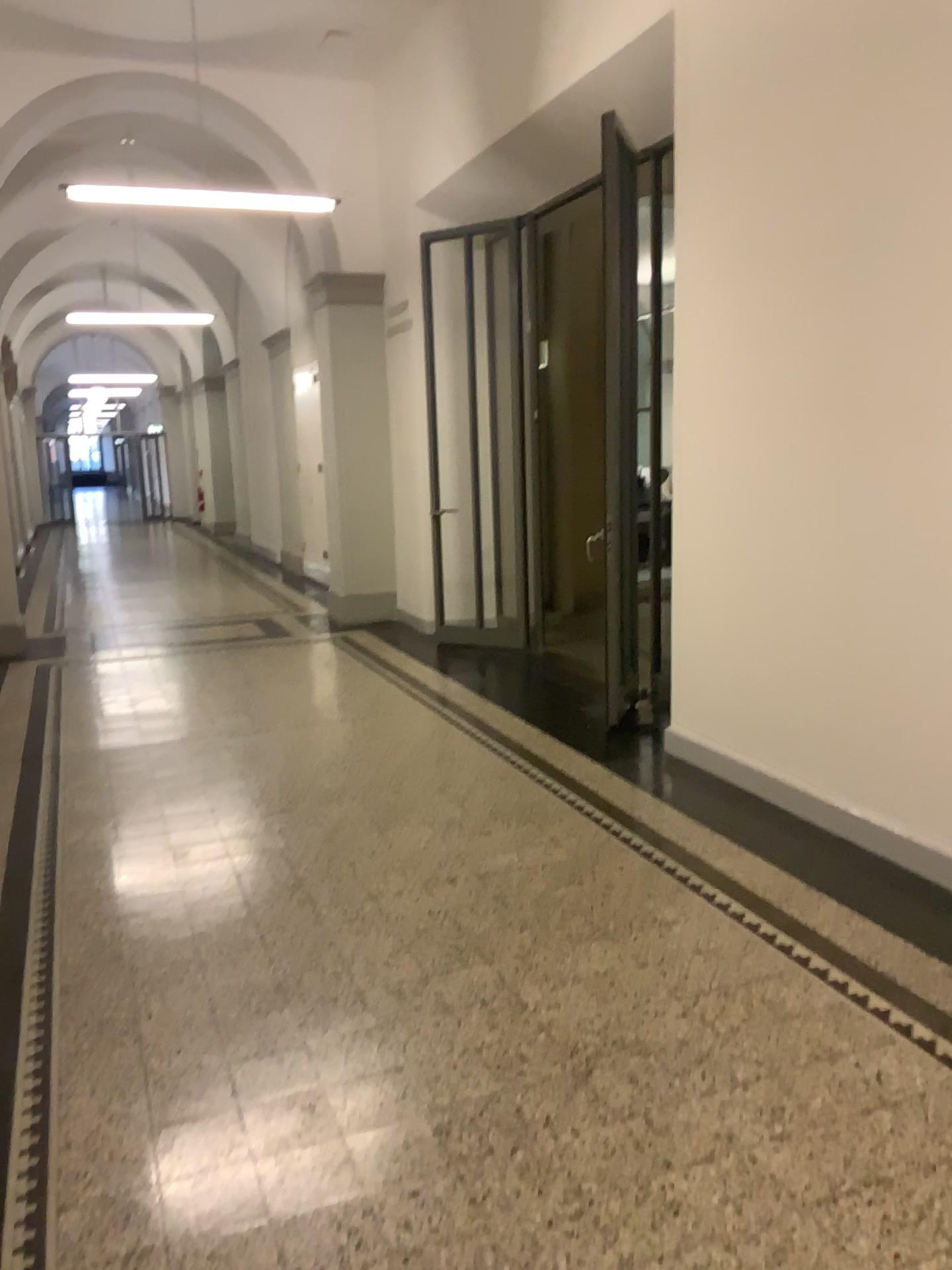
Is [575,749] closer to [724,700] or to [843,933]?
[724,700]
